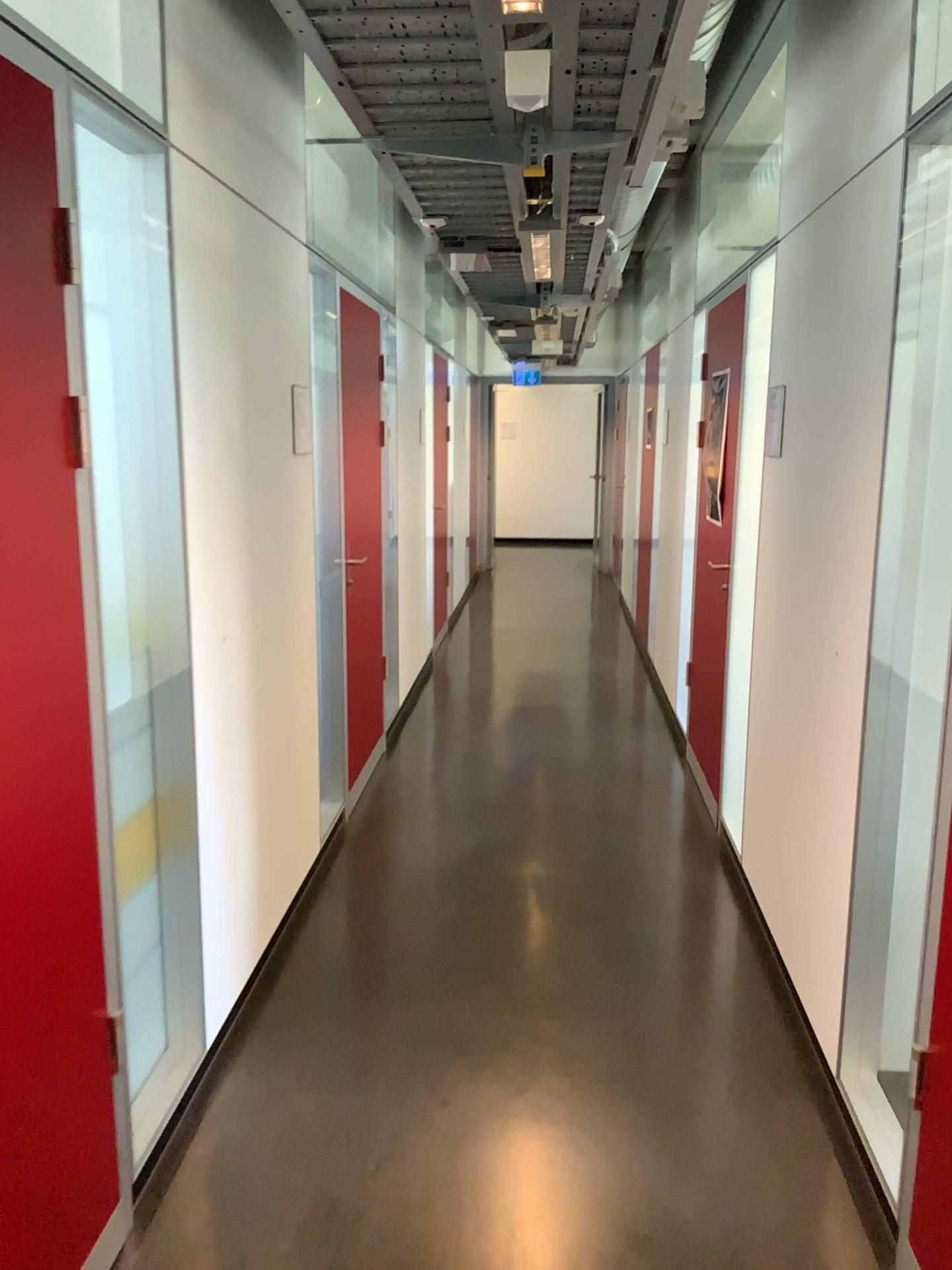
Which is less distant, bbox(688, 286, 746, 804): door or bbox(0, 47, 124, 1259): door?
bbox(0, 47, 124, 1259): door

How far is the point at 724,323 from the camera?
4.21m

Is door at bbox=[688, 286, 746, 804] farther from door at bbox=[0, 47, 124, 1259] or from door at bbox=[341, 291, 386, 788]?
door at bbox=[0, 47, 124, 1259]

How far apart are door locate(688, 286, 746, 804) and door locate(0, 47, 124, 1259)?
2.9 meters

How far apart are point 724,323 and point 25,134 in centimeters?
313cm

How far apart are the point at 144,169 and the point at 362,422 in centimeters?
212cm

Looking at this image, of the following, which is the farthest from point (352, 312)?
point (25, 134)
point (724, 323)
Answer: point (25, 134)

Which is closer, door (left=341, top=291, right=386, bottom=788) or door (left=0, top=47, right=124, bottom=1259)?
door (left=0, top=47, right=124, bottom=1259)

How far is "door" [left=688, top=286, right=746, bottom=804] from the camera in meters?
4.2

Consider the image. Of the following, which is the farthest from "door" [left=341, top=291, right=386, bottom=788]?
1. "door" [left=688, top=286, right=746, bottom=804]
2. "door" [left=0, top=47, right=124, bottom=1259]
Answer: "door" [left=0, top=47, right=124, bottom=1259]
